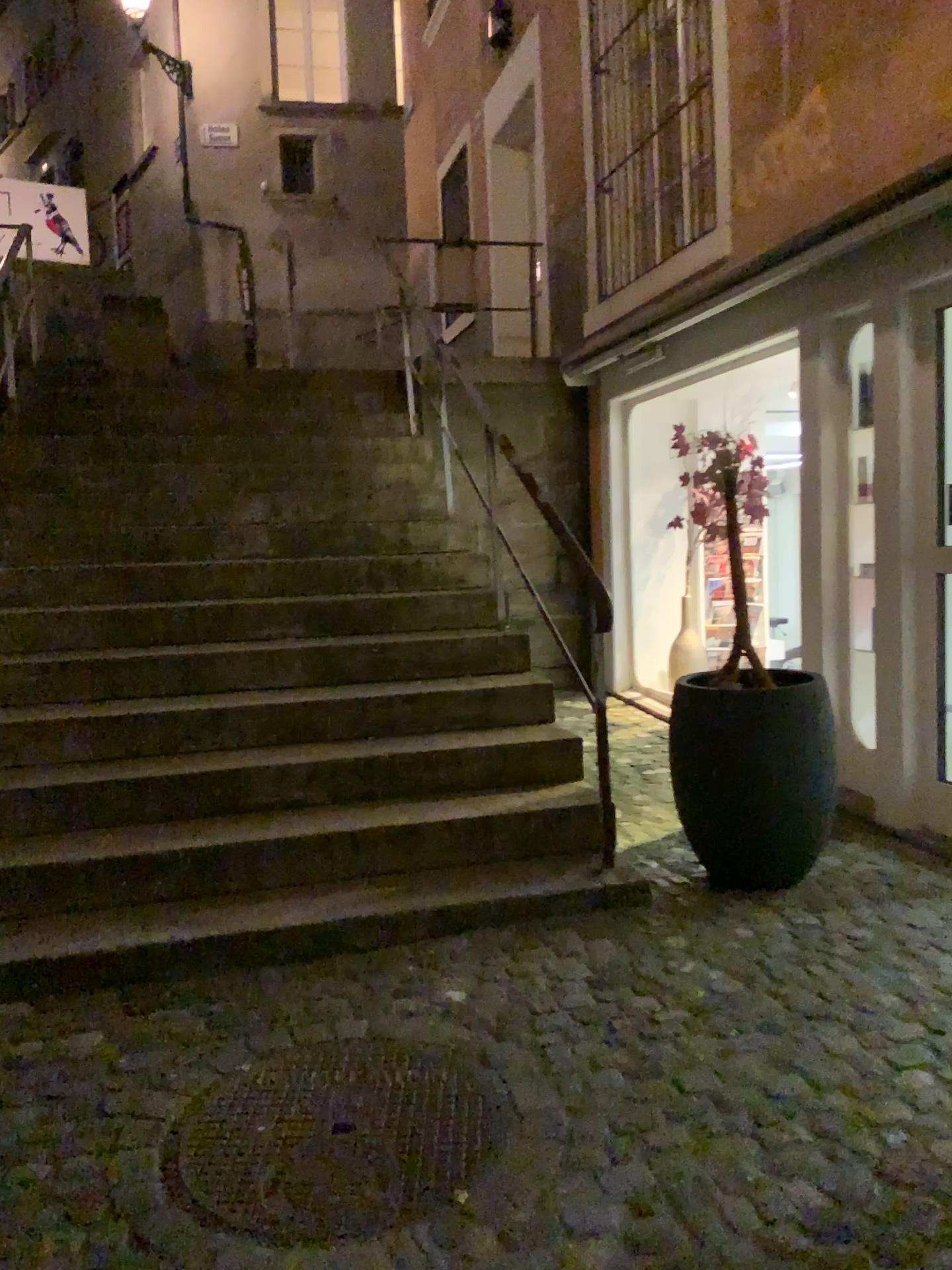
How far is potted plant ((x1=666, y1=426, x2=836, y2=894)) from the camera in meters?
3.3

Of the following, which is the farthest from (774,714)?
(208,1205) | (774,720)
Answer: (208,1205)

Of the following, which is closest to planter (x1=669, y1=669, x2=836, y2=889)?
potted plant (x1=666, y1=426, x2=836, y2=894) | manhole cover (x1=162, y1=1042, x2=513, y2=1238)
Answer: potted plant (x1=666, y1=426, x2=836, y2=894)

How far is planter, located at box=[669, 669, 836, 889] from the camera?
3.31m

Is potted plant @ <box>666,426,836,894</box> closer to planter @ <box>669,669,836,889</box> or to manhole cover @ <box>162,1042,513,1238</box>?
planter @ <box>669,669,836,889</box>

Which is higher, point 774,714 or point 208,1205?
point 774,714

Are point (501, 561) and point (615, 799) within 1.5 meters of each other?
yes

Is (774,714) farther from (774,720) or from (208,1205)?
(208,1205)

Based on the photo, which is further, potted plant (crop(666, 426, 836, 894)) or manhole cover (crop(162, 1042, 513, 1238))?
potted plant (crop(666, 426, 836, 894))
